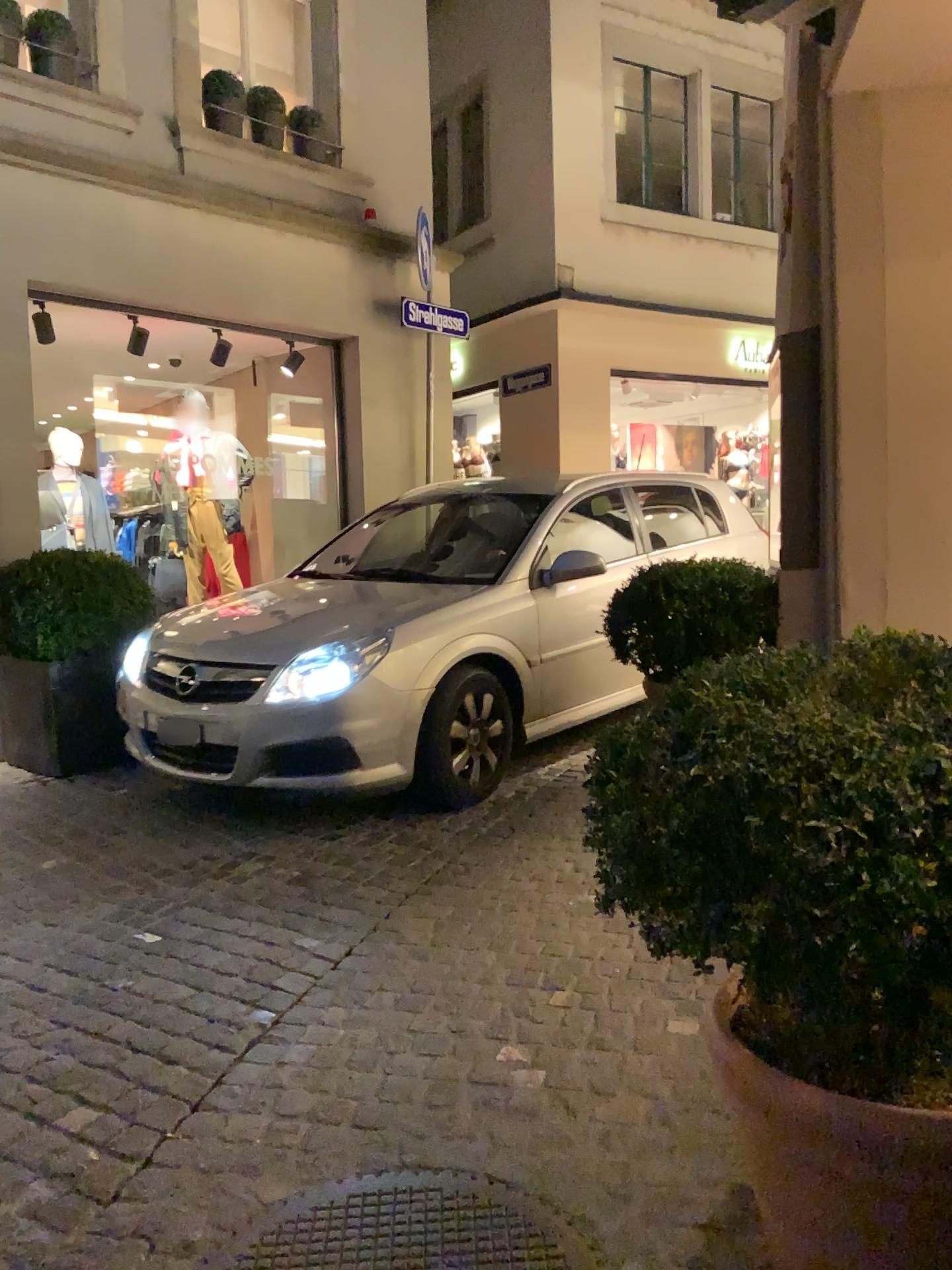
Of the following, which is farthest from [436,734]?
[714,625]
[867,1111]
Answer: [867,1111]

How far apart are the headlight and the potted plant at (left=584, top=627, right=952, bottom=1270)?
2.6 meters

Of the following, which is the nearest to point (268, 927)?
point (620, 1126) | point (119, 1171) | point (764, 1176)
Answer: point (119, 1171)

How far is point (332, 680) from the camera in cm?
414

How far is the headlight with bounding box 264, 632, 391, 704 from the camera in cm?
414

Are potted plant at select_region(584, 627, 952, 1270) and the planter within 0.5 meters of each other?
yes

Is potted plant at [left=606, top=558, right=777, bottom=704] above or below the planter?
above

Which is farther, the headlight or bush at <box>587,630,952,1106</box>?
the headlight

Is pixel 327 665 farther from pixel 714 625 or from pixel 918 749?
pixel 918 749

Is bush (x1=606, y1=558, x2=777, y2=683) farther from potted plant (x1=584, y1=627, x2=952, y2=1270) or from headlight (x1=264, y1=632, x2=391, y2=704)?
potted plant (x1=584, y1=627, x2=952, y2=1270)
